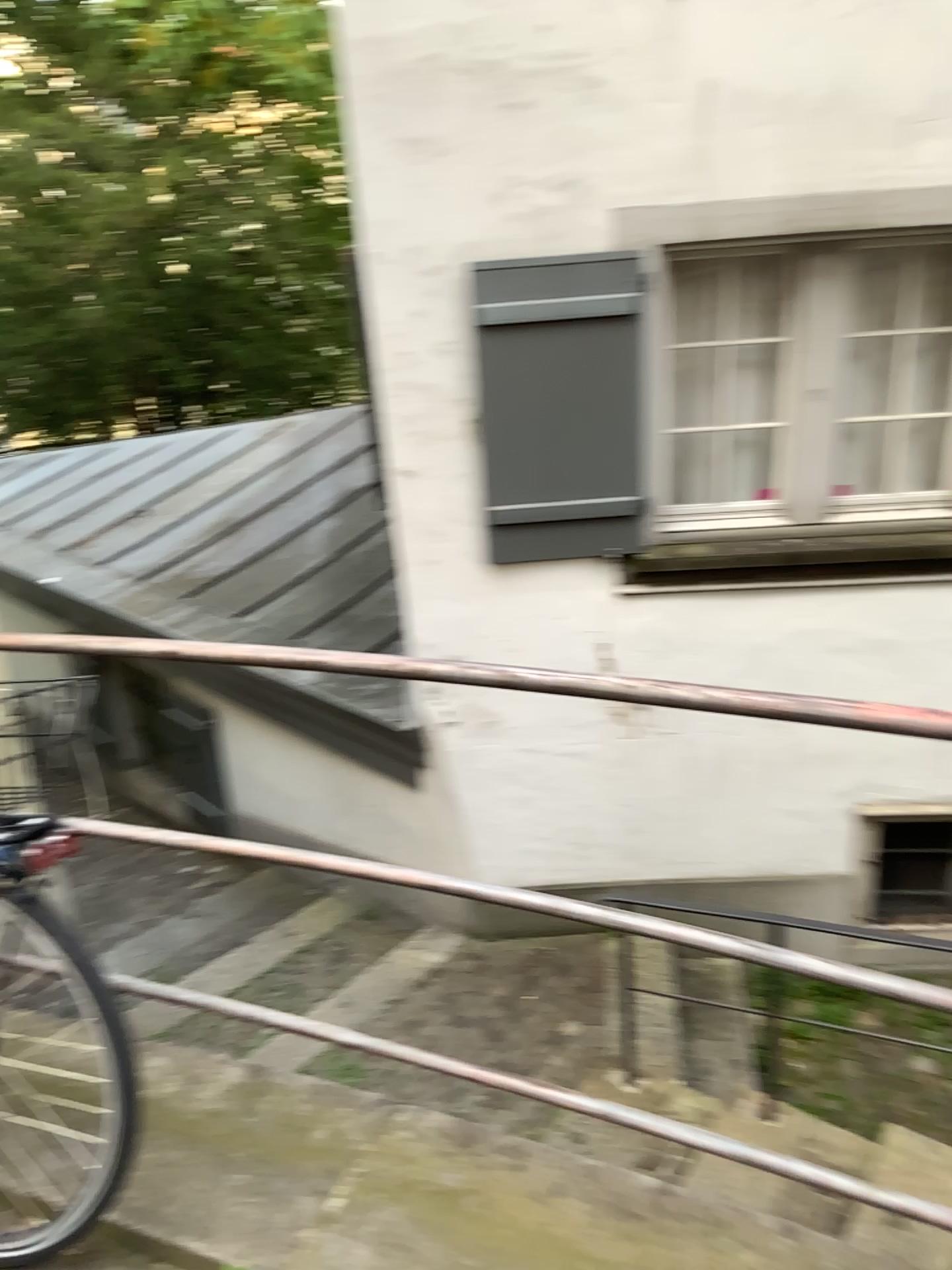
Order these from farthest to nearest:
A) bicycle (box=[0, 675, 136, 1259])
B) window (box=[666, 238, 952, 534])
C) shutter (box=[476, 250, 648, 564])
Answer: window (box=[666, 238, 952, 534]) → shutter (box=[476, 250, 648, 564]) → bicycle (box=[0, 675, 136, 1259])

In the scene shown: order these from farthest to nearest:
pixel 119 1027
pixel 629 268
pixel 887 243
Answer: pixel 887 243, pixel 629 268, pixel 119 1027

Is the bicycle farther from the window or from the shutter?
the window

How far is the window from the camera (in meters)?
4.28

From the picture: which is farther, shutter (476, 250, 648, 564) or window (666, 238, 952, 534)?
window (666, 238, 952, 534)

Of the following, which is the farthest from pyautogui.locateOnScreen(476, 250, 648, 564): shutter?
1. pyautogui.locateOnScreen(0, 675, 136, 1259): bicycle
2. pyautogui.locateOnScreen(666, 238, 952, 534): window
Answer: pyautogui.locateOnScreen(0, 675, 136, 1259): bicycle

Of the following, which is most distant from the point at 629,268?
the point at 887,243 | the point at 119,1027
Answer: the point at 119,1027

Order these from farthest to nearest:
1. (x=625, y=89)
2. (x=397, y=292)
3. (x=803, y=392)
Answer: (x=803, y=392), (x=397, y=292), (x=625, y=89)

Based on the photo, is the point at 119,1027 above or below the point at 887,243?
below
